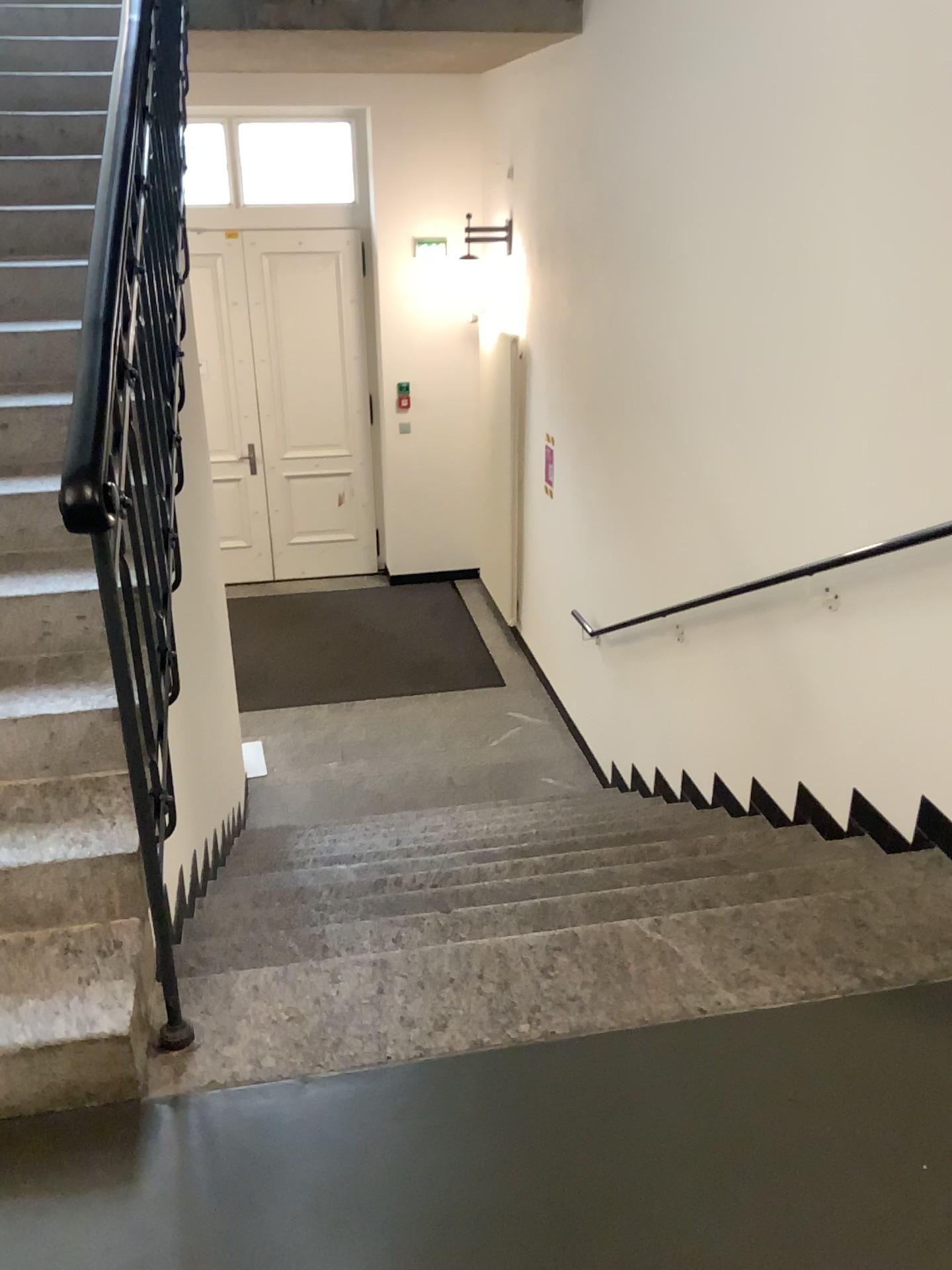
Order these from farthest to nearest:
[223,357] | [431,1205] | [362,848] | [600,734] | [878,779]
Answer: [223,357] < [600,734] < [362,848] < [878,779] < [431,1205]
